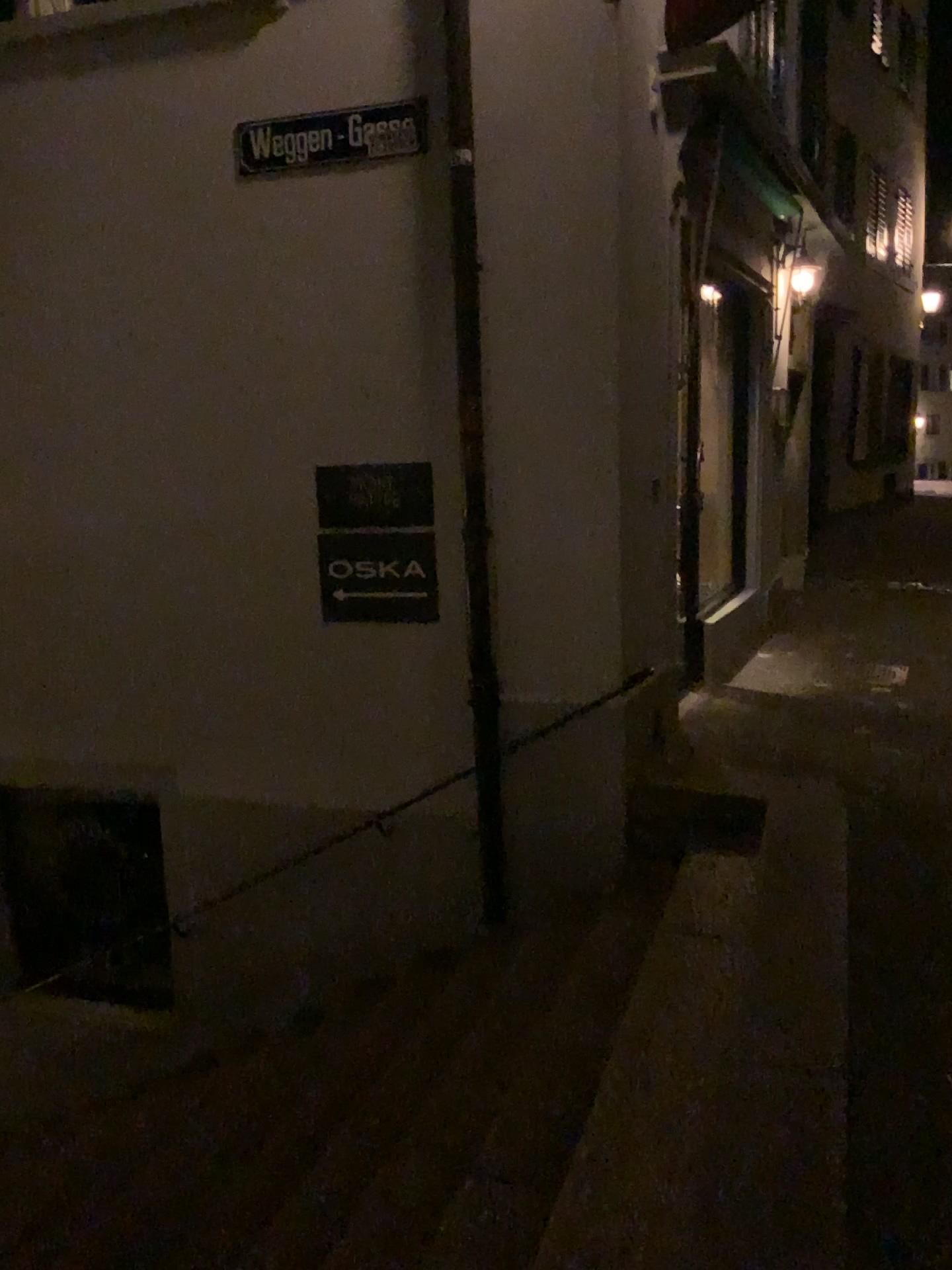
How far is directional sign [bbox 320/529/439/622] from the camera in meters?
4.6 m

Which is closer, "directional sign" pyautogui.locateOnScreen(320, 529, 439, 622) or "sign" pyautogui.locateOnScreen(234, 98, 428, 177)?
"sign" pyautogui.locateOnScreen(234, 98, 428, 177)

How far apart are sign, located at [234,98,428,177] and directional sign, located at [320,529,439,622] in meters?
1.6

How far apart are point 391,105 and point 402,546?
1.8 meters

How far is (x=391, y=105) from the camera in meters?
4.3 m

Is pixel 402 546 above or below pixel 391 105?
below

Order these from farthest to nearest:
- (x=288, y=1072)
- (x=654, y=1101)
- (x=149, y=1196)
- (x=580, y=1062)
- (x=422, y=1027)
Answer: (x=288, y=1072) < (x=422, y=1027) < (x=149, y=1196) < (x=580, y=1062) < (x=654, y=1101)

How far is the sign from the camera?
4.3m

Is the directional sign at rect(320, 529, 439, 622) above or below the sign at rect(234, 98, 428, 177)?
below
